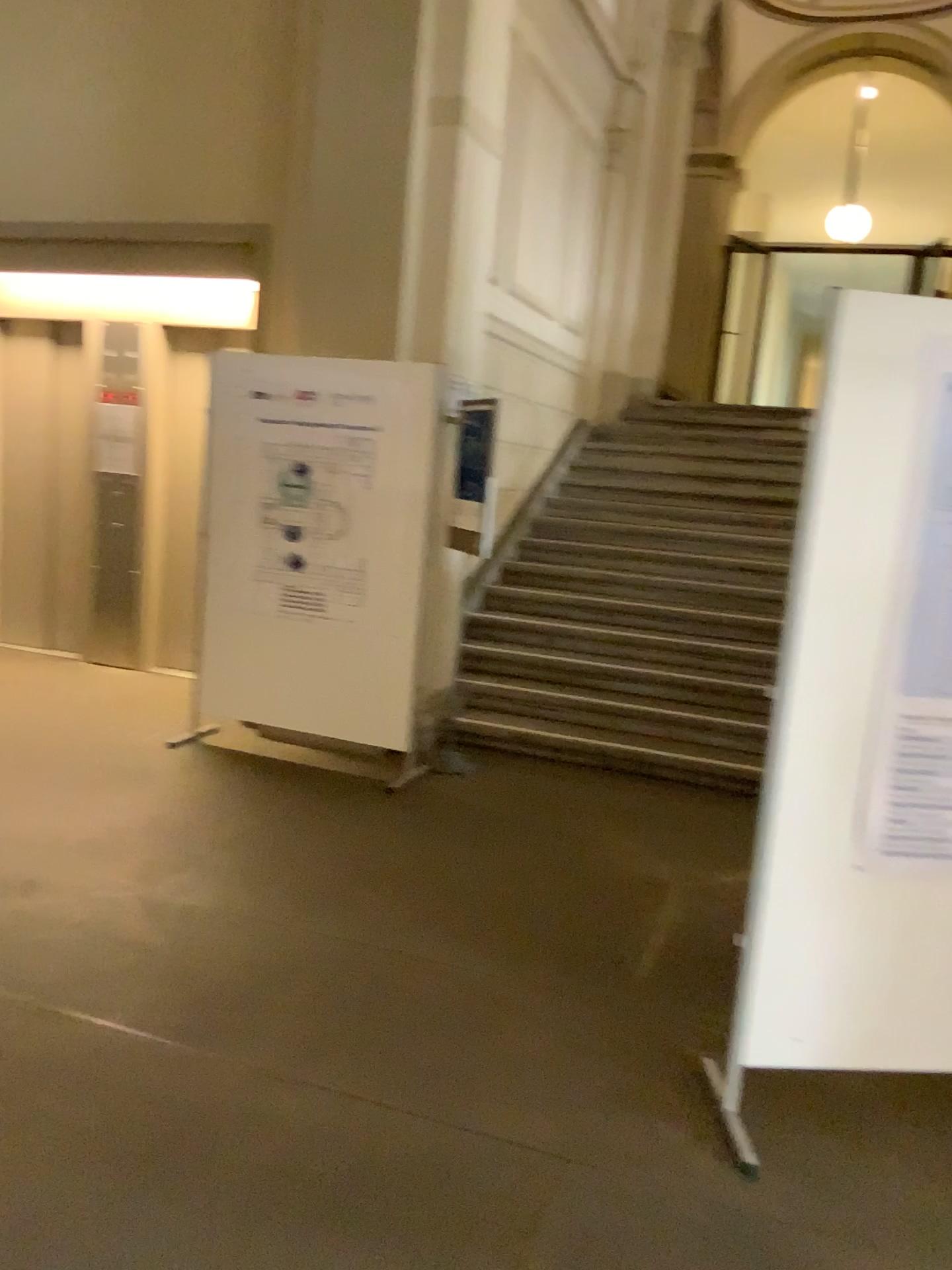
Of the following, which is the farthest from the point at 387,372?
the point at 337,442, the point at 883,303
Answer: the point at 883,303

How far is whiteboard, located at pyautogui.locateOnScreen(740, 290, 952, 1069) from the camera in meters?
2.3 m

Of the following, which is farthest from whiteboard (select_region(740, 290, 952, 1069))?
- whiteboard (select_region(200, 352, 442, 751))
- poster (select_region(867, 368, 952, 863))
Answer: whiteboard (select_region(200, 352, 442, 751))

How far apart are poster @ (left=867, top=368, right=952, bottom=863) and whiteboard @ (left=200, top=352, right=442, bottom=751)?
2.7 meters

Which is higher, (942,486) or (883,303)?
(883,303)

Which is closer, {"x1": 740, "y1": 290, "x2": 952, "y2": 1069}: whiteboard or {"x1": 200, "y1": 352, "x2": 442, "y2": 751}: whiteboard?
{"x1": 740, "y1": 290, "x2": 952, "y2": 1069}: whiteboard

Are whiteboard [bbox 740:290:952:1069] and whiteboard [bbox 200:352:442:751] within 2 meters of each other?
no

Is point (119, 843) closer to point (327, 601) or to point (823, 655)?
point (327, 601)

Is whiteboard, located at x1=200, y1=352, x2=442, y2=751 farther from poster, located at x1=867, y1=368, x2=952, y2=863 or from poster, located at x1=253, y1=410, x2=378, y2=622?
poster, located at x1=867, y1=368, x2=952, y2=863

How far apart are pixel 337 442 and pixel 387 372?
0.4m
